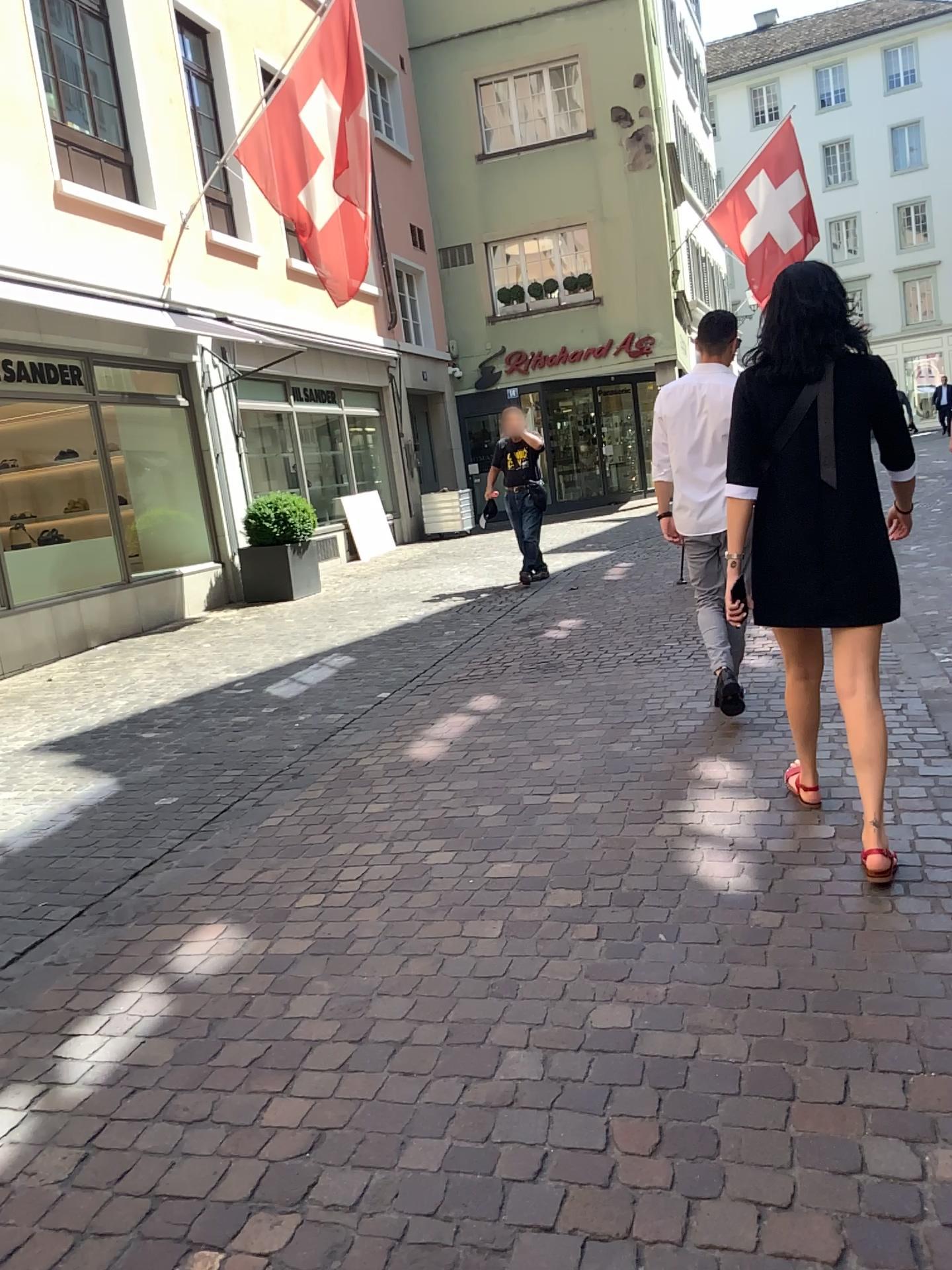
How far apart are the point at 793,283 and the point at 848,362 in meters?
0.3

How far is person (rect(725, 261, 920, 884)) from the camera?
2.9m

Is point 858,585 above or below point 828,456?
below

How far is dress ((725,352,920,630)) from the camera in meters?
2.9

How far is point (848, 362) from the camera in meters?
2.9 m

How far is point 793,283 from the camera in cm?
292
